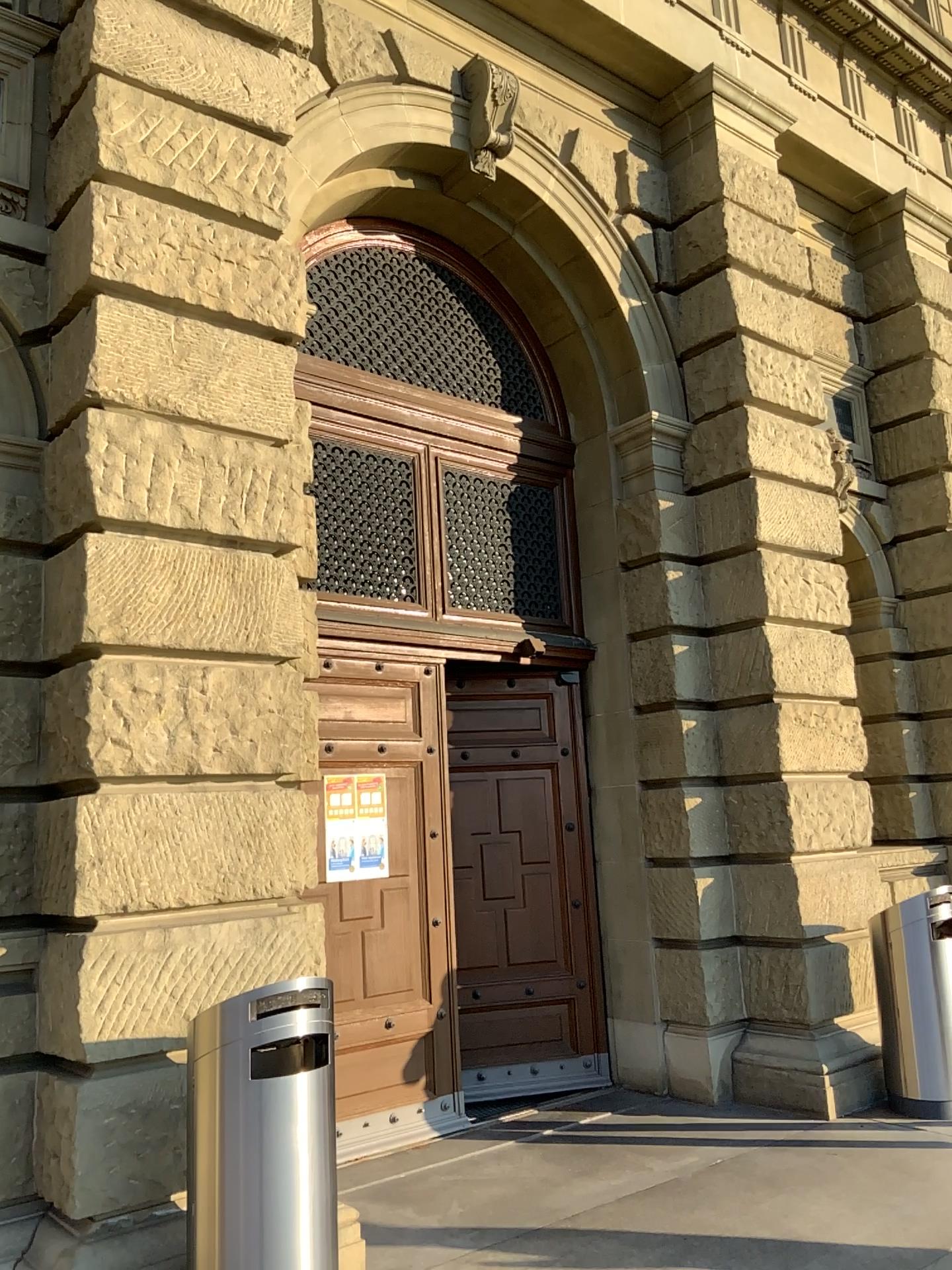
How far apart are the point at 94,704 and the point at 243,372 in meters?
1.7
